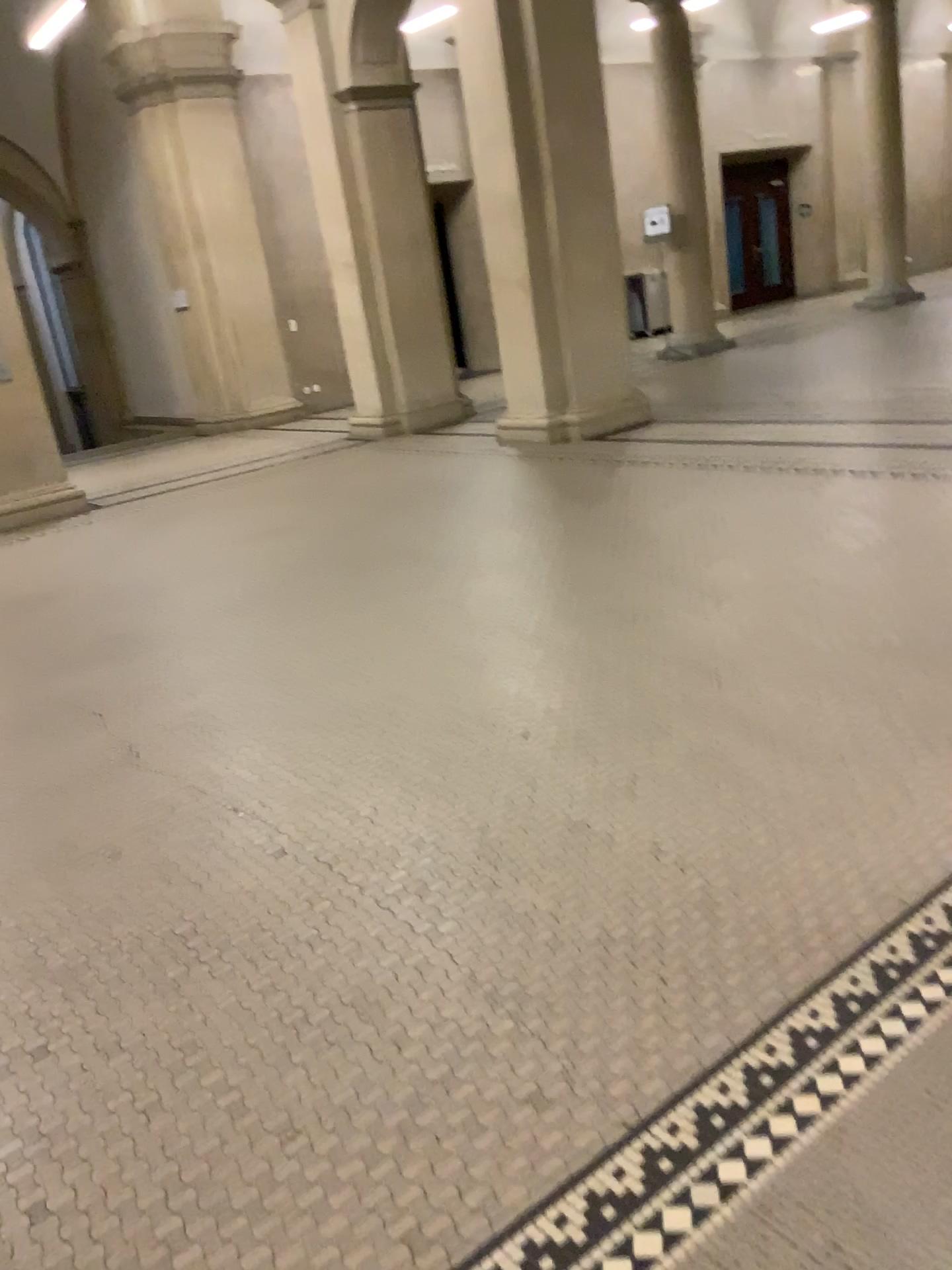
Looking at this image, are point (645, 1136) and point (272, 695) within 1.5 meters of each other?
no
